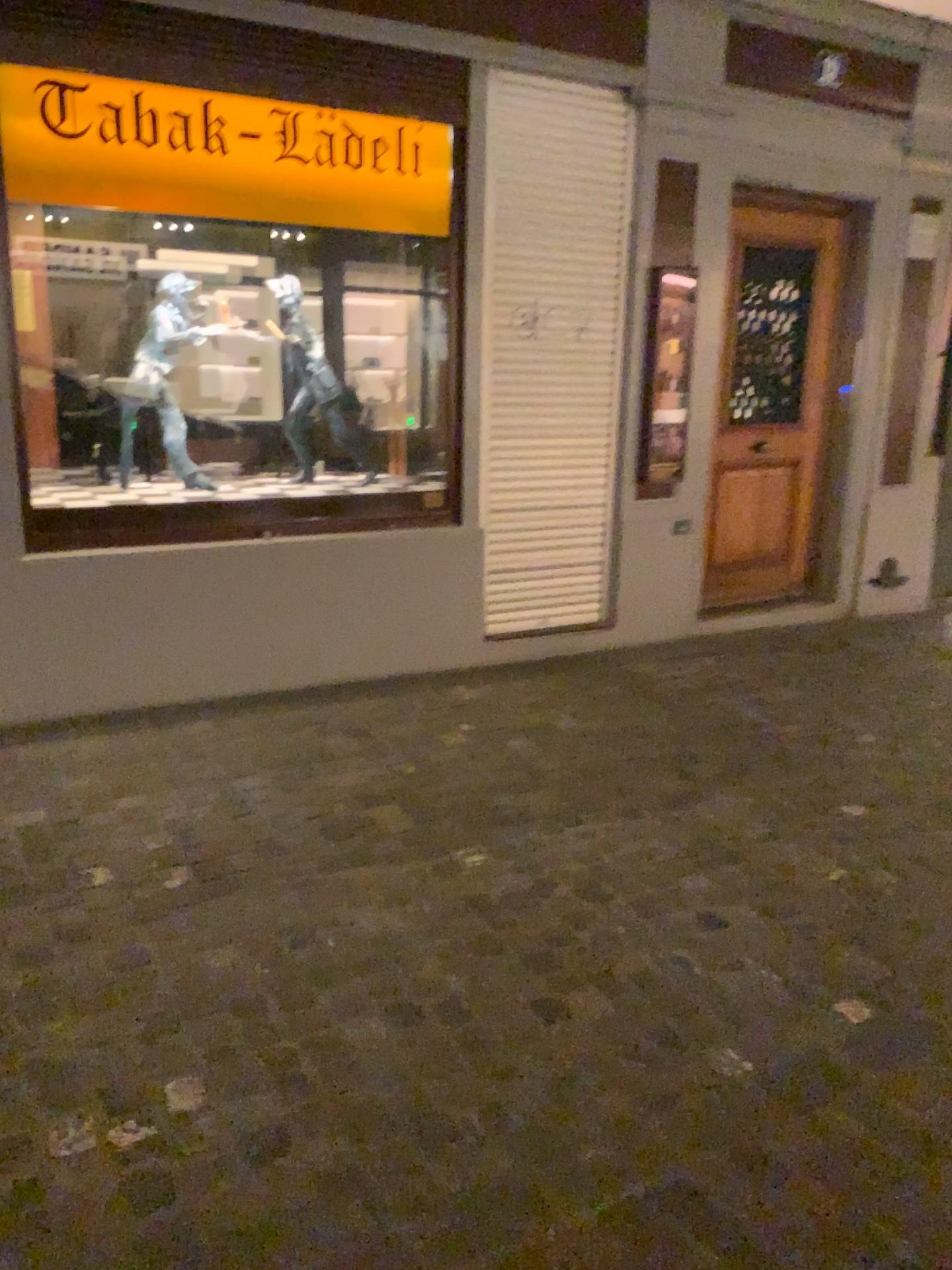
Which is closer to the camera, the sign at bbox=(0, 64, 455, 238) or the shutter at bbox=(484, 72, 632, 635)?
the sign at bbox=(0, 64, 455, 238)

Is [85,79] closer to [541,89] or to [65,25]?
[65,25]

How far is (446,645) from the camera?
4.9m

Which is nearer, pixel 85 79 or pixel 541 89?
pixel 85 79

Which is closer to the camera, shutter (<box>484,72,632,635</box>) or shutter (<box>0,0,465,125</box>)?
shutter (<box>0,0,465,125</box>)

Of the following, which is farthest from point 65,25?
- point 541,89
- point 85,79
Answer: point 541,89
